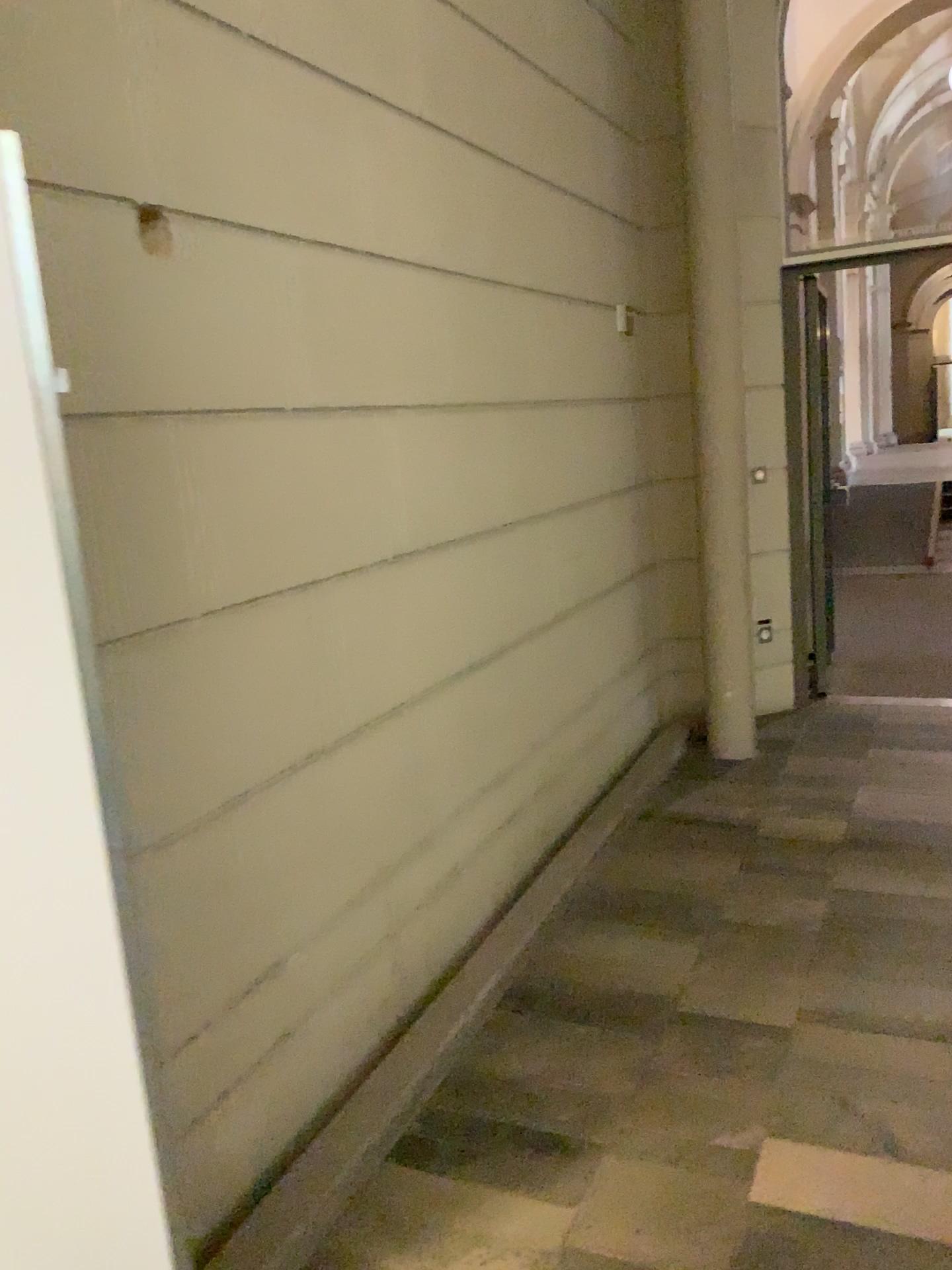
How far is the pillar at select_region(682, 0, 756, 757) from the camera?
4.36m

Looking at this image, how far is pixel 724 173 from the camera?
4.4m

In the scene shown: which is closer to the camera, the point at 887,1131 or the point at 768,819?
the point at 887,1131
